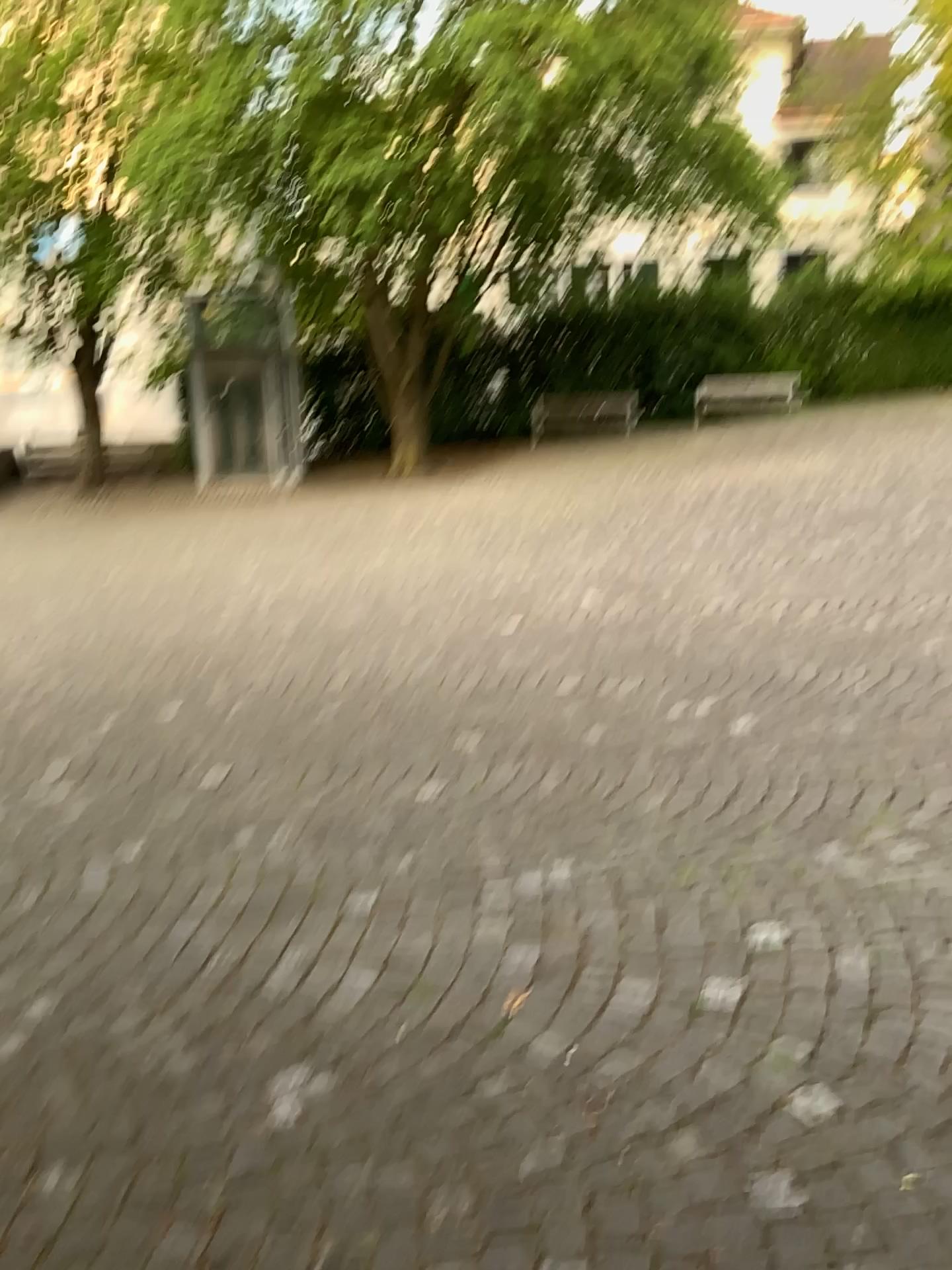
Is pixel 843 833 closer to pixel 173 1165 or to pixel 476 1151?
pixel 476 1151
